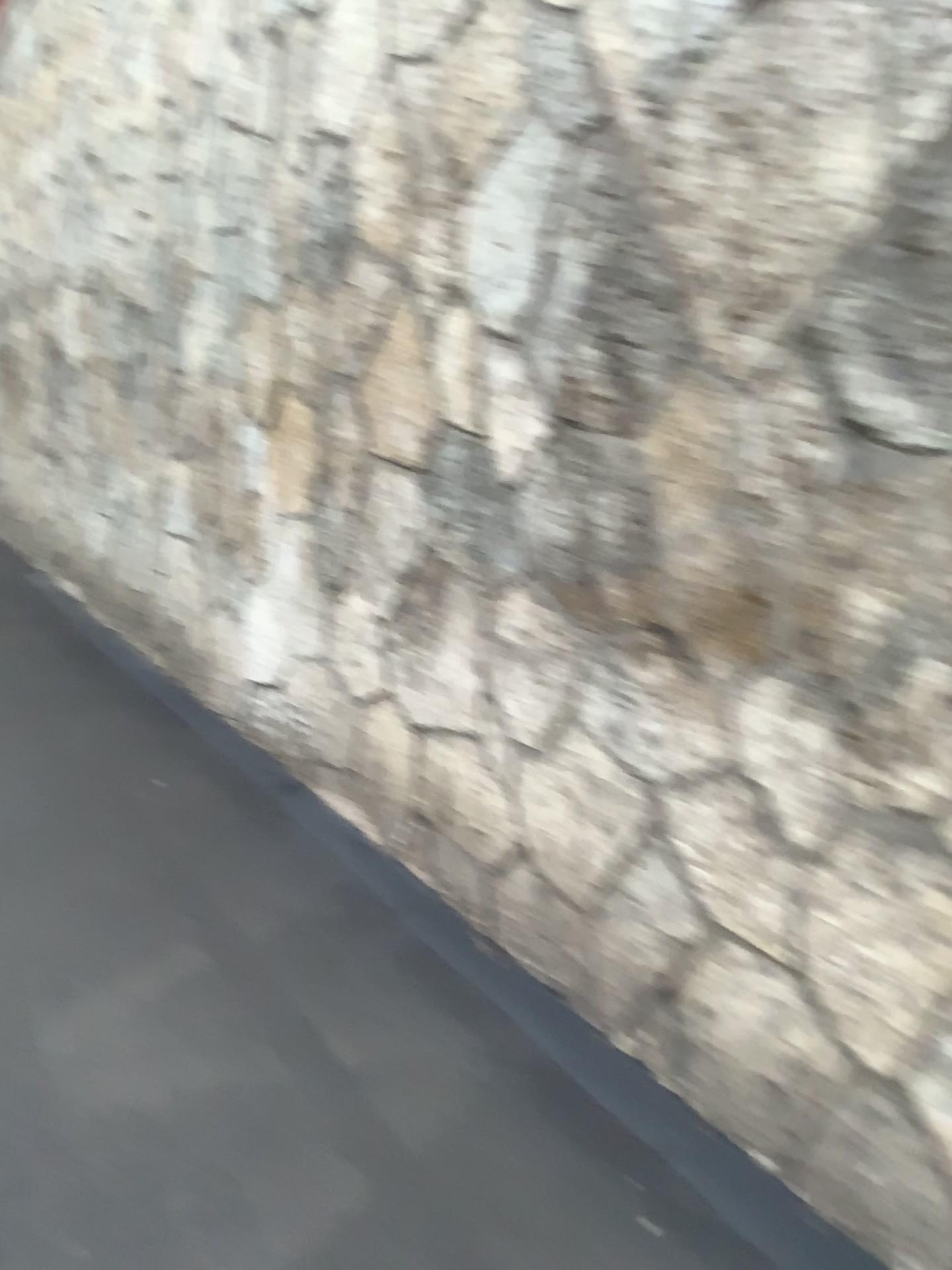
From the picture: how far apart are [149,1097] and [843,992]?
1.4 meters
